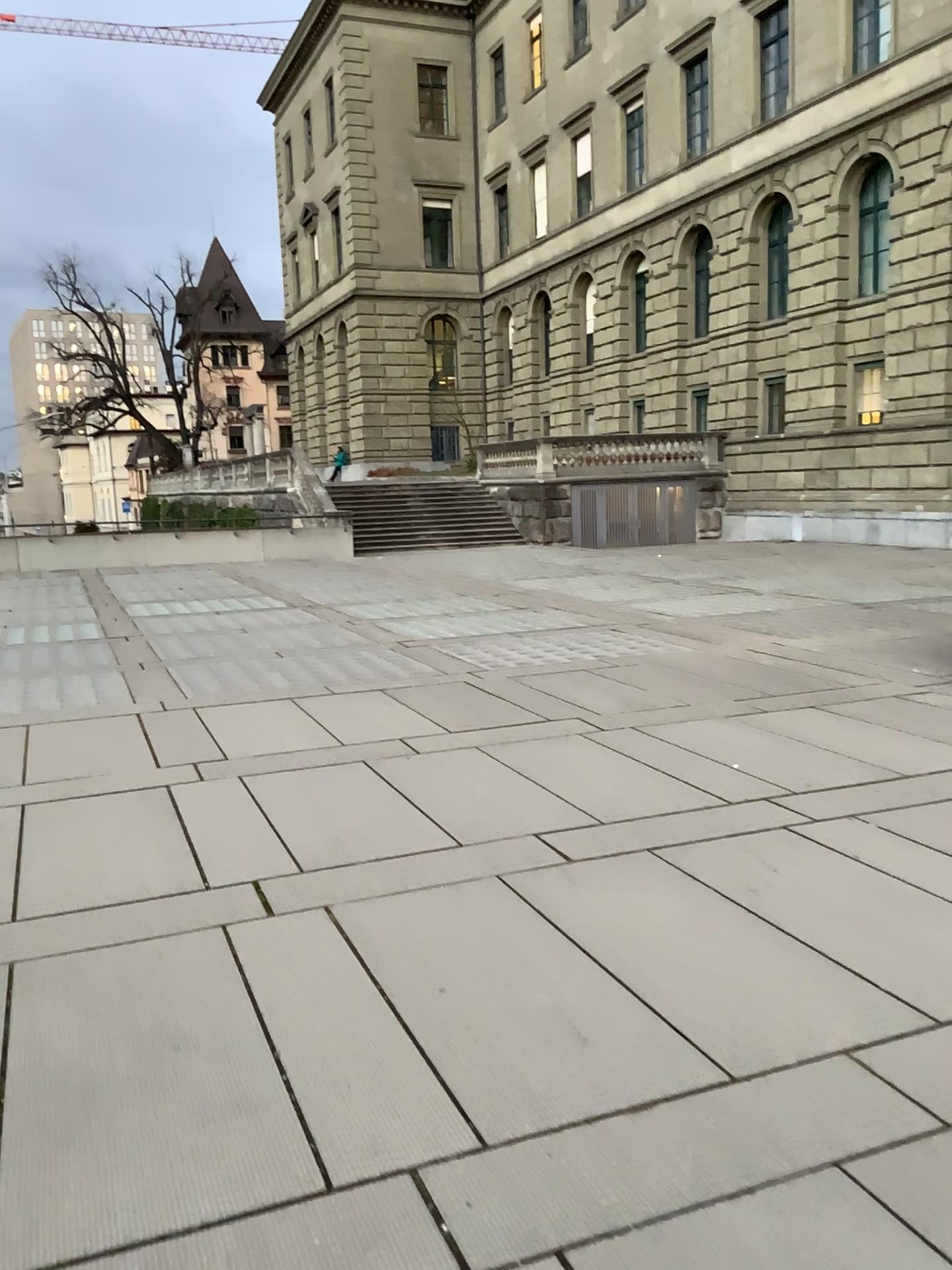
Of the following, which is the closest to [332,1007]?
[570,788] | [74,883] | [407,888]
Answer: [407,888]
